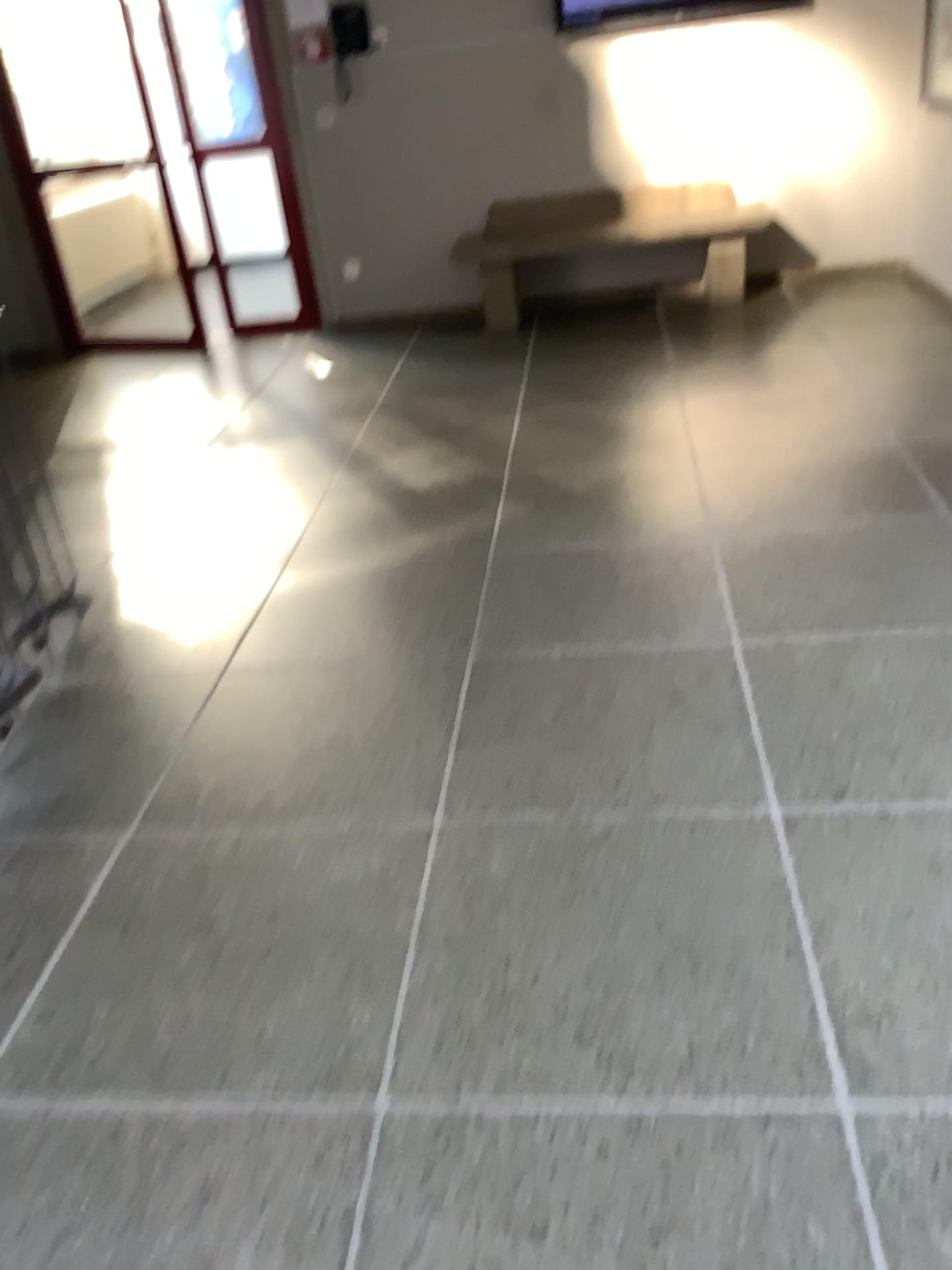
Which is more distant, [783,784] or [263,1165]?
[783,784]
